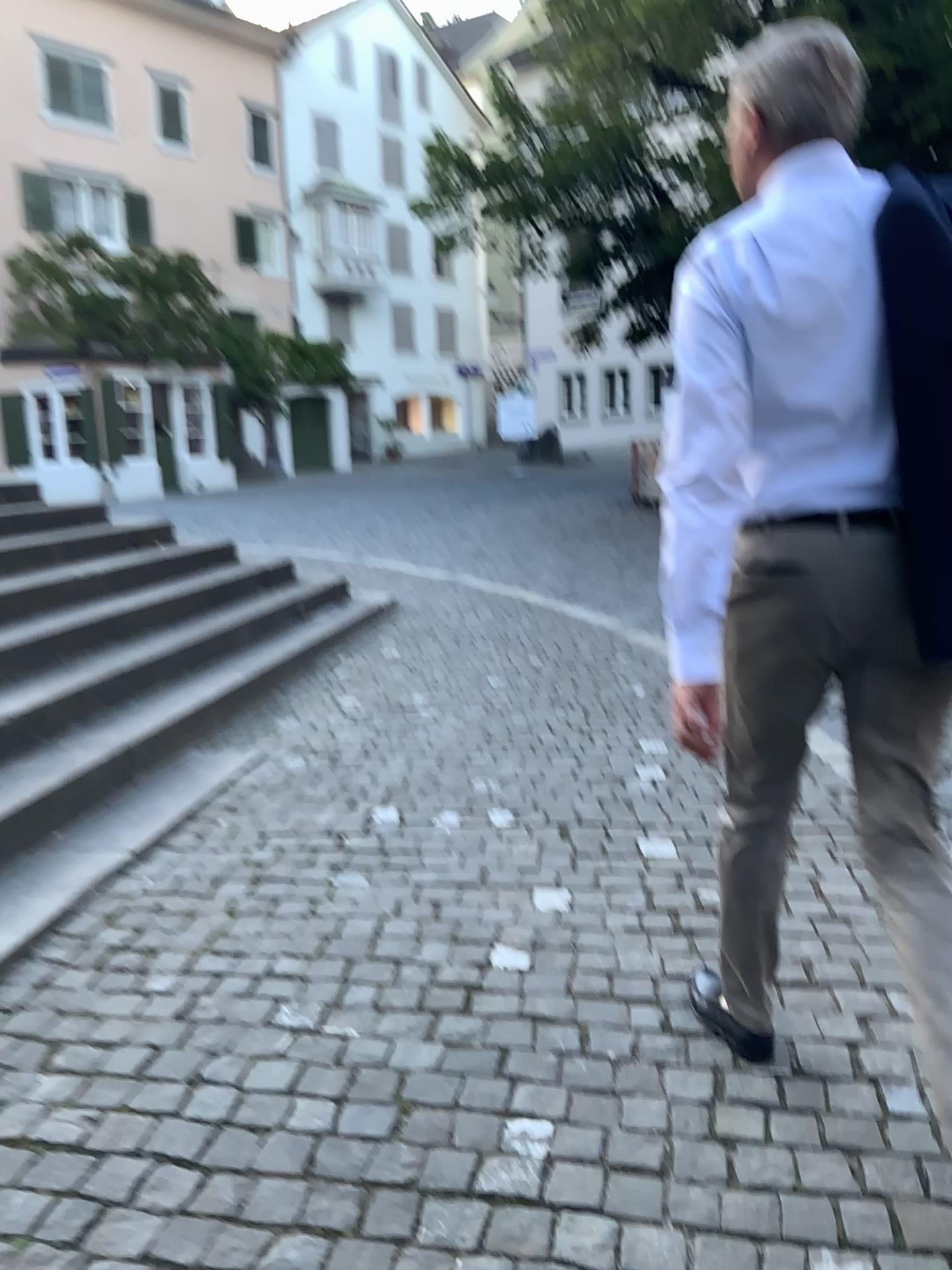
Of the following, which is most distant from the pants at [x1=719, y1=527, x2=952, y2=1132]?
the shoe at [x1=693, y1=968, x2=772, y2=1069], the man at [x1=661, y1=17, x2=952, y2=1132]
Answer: the shoe at [x1=693, y1=968, x2=772, y2=1069]

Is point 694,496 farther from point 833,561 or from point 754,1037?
point 754,1037

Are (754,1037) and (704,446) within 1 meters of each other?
no

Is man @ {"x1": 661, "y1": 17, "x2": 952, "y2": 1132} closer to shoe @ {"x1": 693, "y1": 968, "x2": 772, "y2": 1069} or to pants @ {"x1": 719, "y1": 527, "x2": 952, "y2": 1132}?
pants @ {"x1": 719, "y1": 527, "x2": 952, "y2": 1132}

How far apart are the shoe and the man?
0.43m

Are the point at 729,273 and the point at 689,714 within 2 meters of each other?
yes

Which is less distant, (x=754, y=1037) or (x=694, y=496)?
(x=694, y=496)

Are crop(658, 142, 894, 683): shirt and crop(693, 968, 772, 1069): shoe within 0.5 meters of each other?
no

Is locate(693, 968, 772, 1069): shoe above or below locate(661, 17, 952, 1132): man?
below

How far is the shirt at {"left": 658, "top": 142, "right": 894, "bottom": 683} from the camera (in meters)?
1.49
